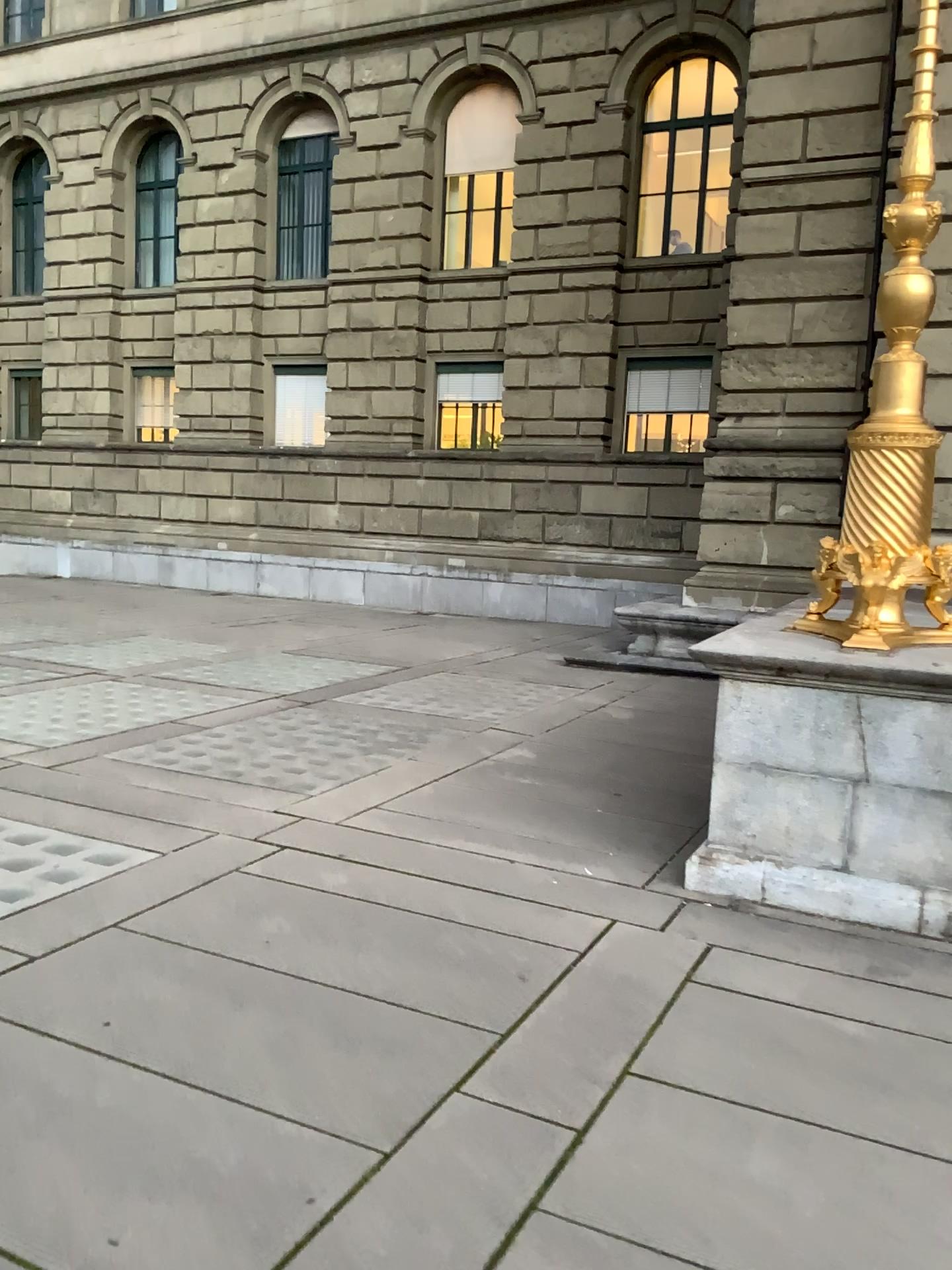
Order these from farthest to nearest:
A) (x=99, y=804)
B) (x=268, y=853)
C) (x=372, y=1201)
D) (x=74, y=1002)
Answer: (x=99, y=804) → (x=268, y=853) → (x=74, y=1002) → (x=372, y=1201)
